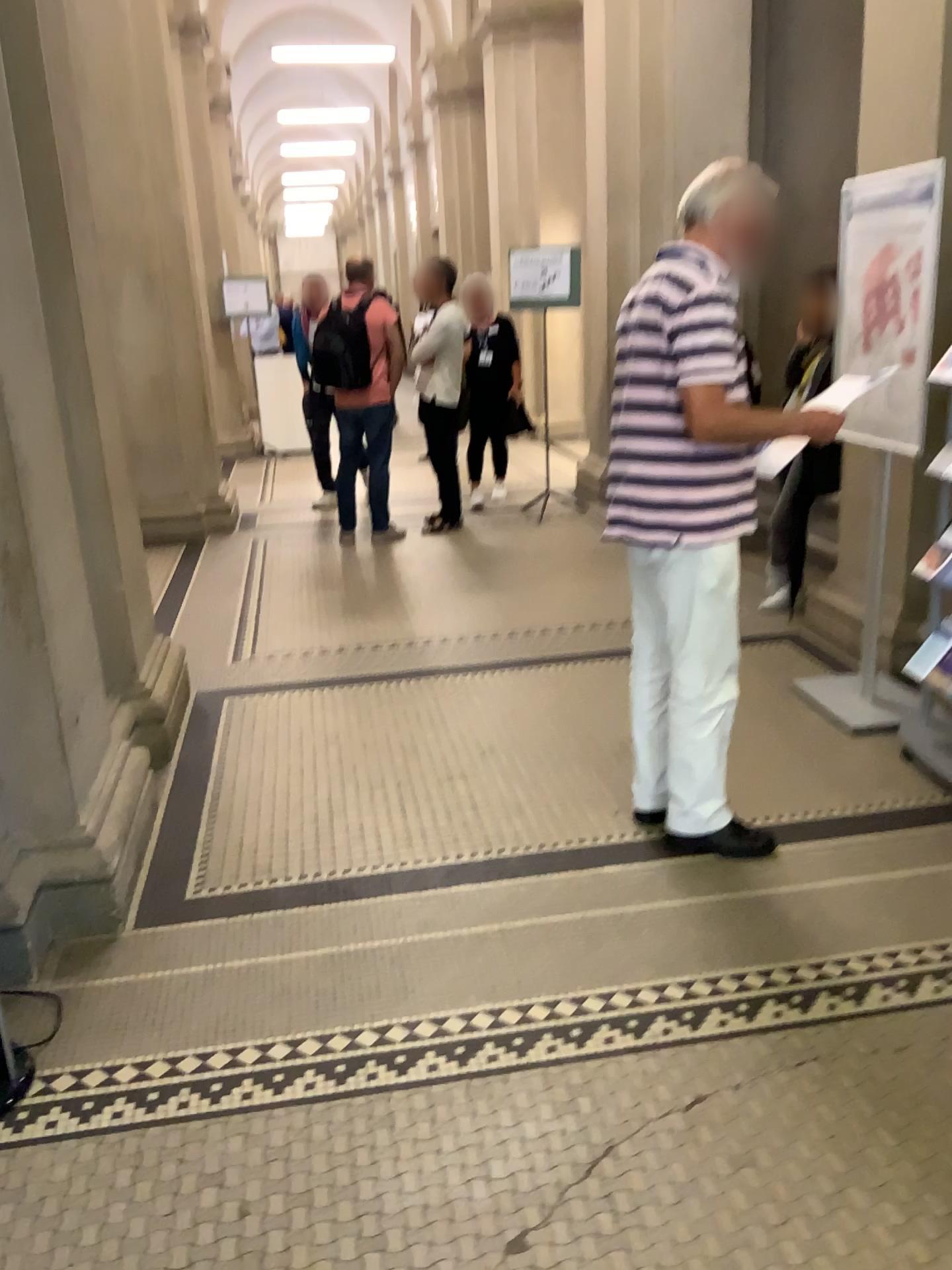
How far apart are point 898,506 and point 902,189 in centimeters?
101cm

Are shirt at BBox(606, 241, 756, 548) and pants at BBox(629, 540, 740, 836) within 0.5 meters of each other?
yes

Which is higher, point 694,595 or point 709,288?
point 709,288

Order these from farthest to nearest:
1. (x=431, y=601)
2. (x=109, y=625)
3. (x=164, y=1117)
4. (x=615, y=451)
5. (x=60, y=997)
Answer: (x=431, y=601) < (x=109, y=625) < (x=615, y=451) < (x=60, y=997) < (x=164, y=1117)

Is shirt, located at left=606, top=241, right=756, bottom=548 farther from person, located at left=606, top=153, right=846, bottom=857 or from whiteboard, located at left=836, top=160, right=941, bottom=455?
whiteboard, located at left=836, top=160, right=941, bottom=455

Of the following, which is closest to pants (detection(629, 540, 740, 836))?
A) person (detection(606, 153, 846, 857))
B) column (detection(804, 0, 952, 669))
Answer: person (detection(606, 153, 846, 857))

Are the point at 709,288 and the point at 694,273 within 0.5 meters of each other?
yes

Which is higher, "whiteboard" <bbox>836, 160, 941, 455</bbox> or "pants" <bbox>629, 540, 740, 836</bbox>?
"whiteboard" <bbox>836, 160, 941, 455</bbox>

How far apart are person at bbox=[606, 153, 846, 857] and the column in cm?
97

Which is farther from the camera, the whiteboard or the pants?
the whiteboard
